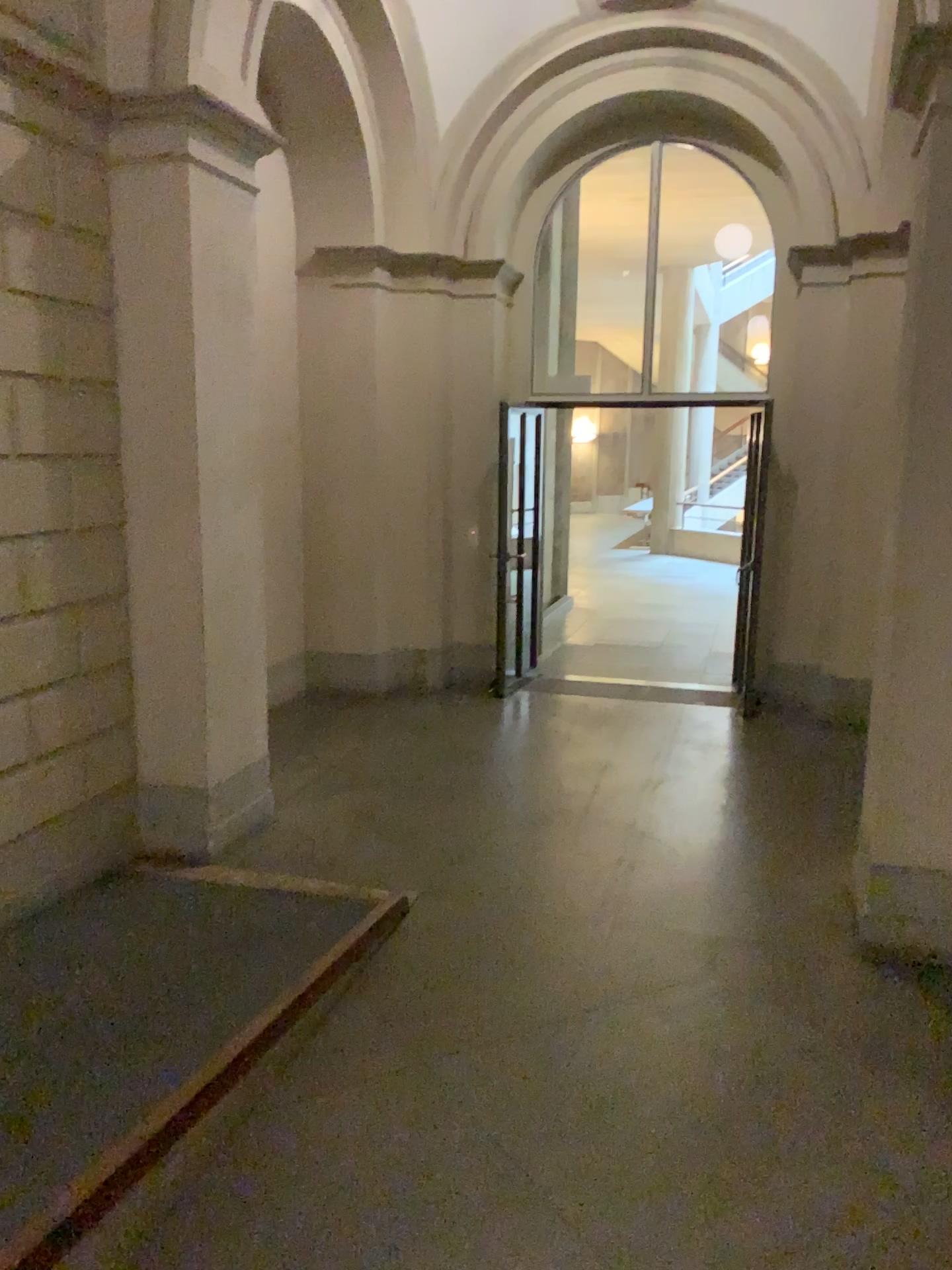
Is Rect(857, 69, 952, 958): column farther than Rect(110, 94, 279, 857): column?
No

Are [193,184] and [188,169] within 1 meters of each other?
yes

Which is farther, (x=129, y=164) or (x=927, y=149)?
(x=129, y=164)
